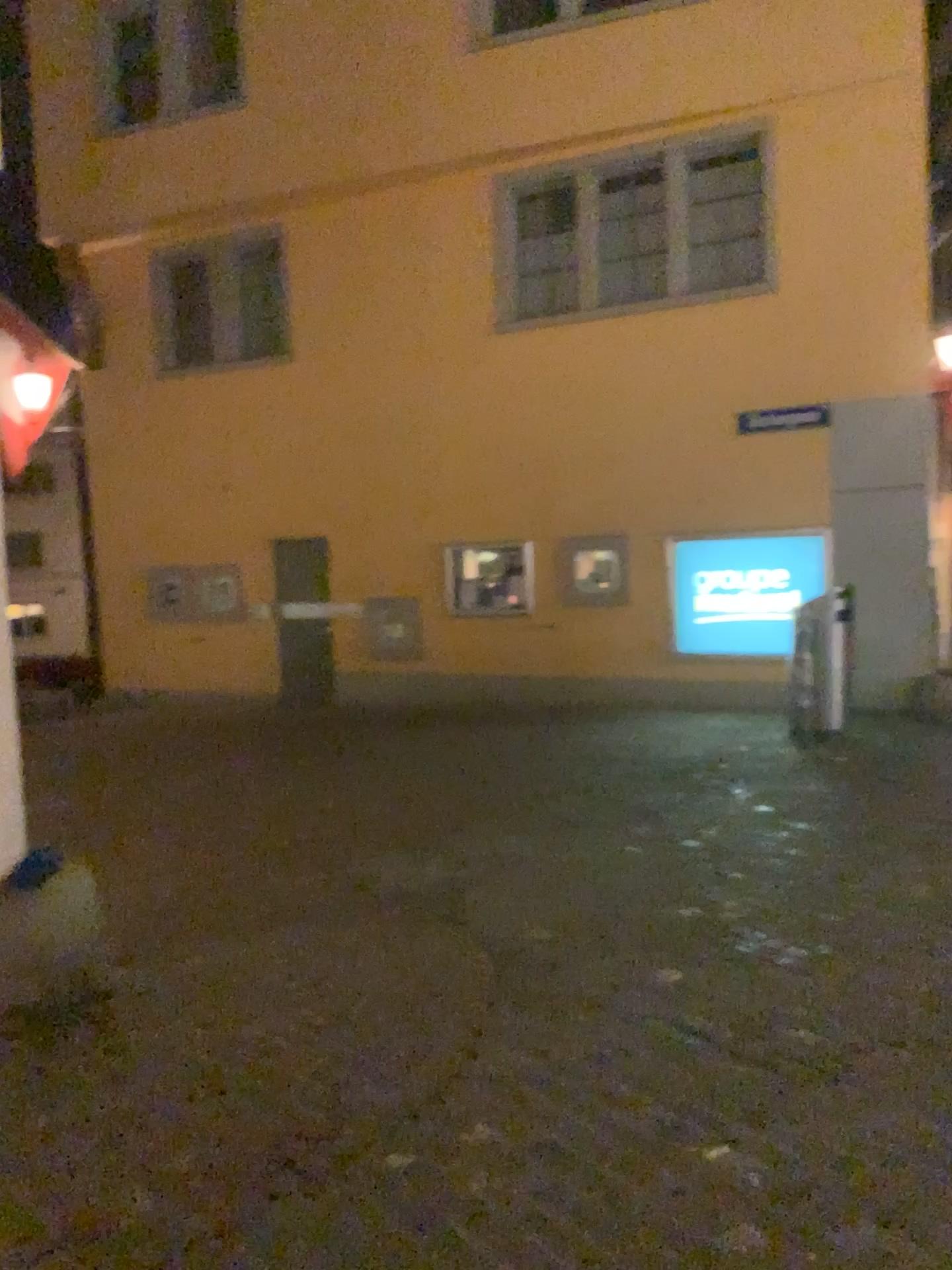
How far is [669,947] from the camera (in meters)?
4.24
